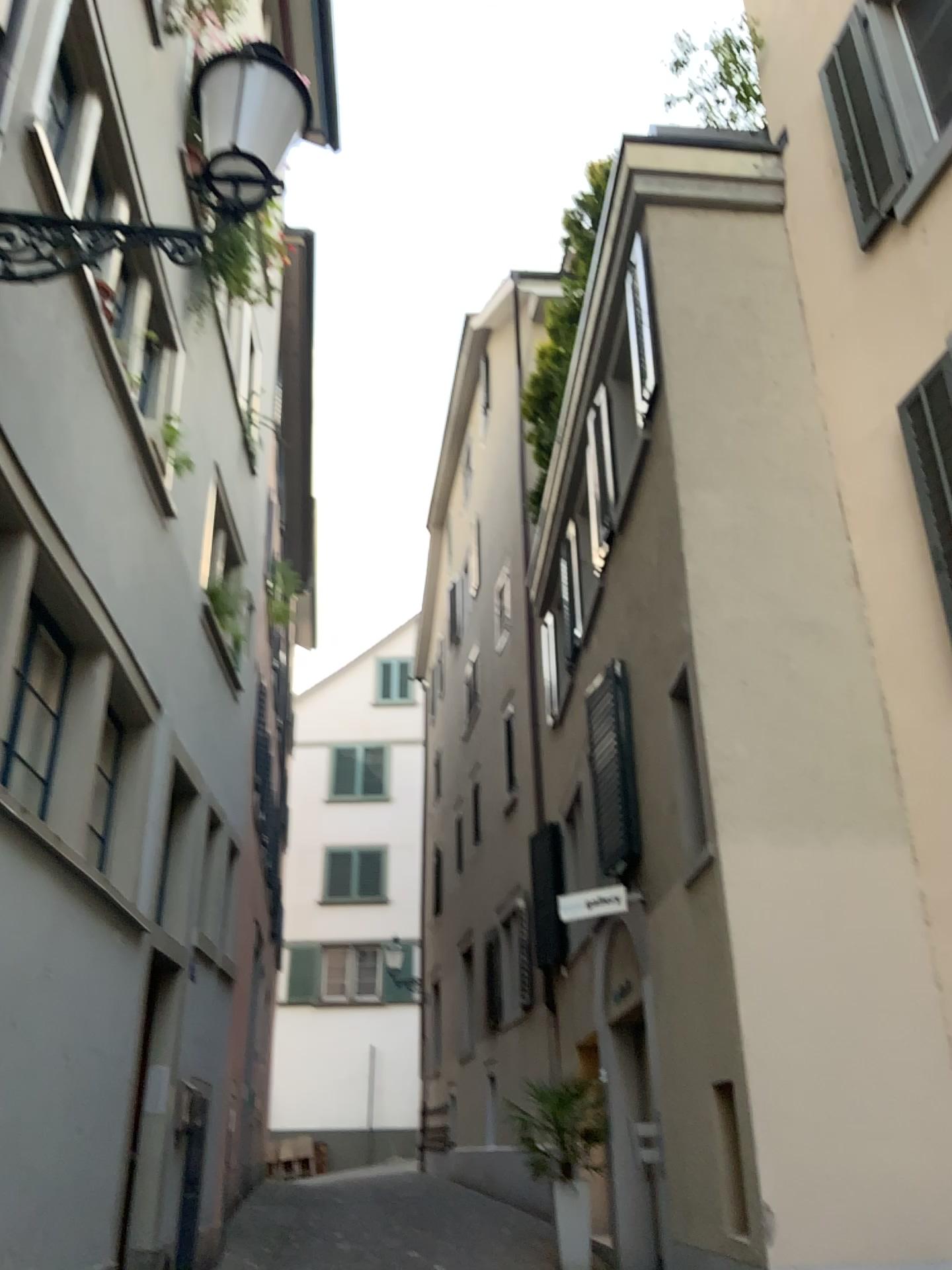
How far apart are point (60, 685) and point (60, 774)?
0.4m
